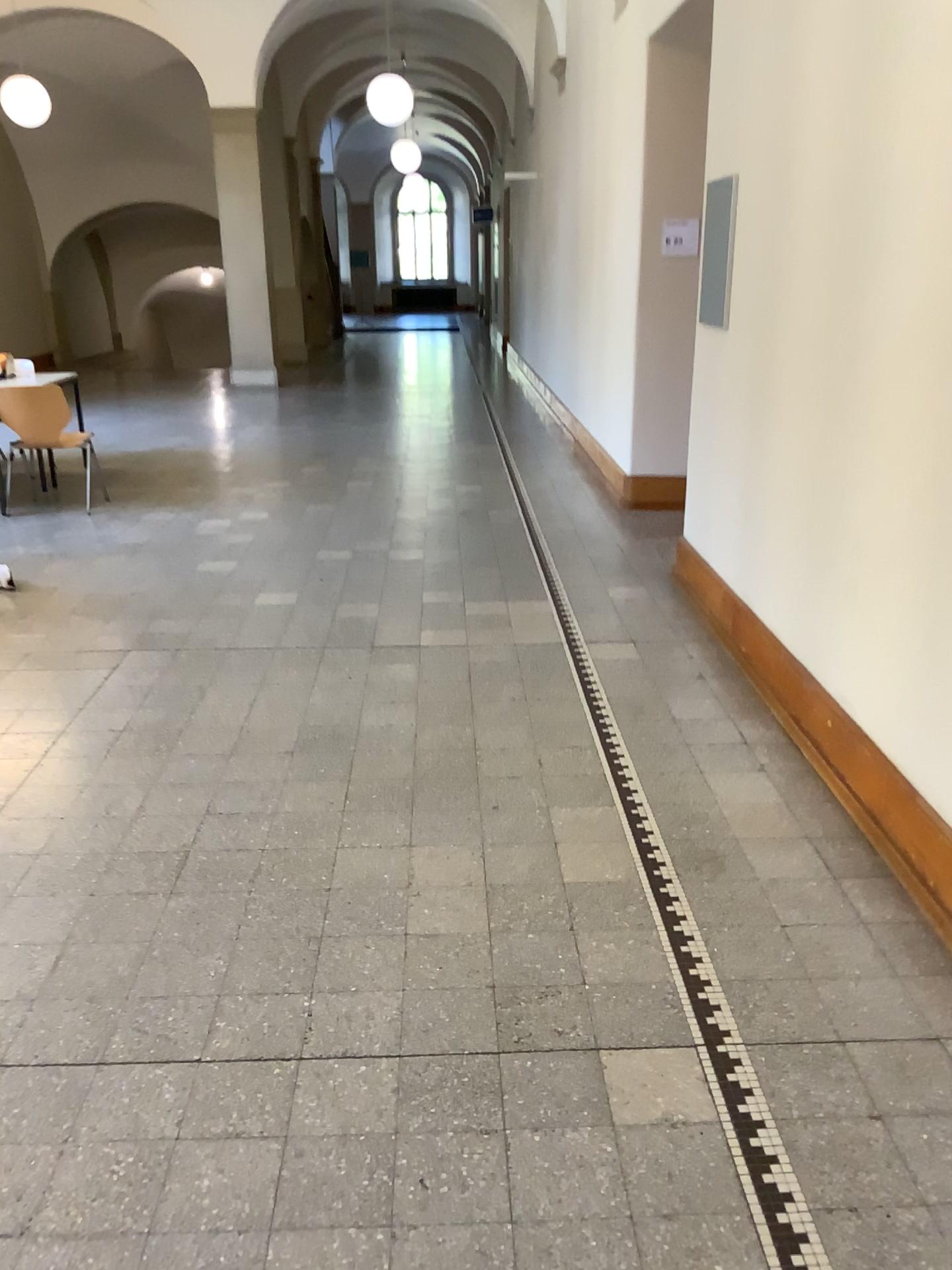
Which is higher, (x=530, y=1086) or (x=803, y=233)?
(x=803, y=233)
